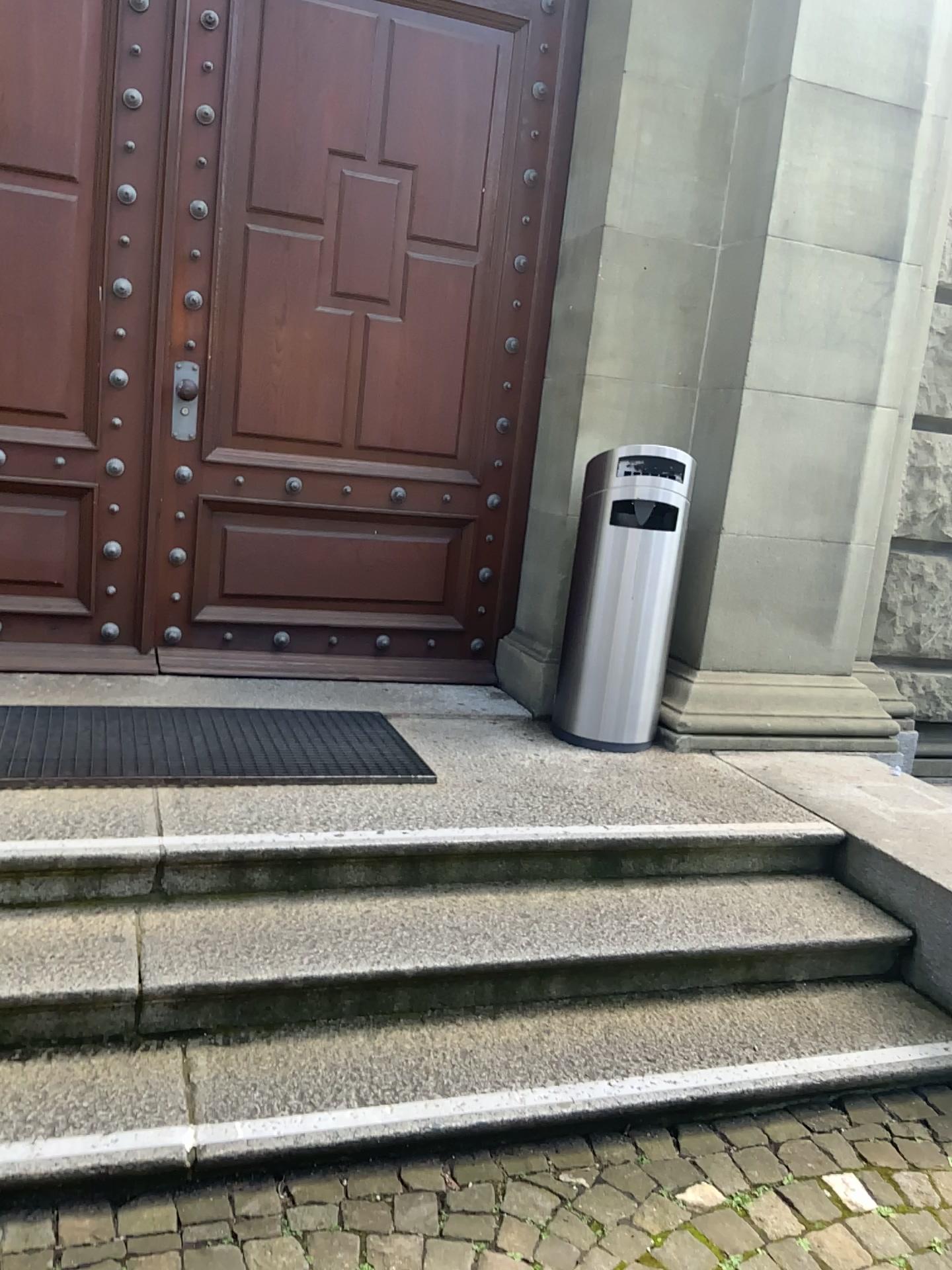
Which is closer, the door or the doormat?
the doormat

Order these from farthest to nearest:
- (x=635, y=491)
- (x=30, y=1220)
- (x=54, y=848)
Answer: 1. (x=635, y=491)
2. (x=54, y=848)
3. (x=30, y=1220)

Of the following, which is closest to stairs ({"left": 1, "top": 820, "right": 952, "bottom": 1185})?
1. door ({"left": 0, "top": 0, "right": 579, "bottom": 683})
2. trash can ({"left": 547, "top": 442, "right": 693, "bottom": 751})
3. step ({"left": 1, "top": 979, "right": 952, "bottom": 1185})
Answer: step ({"left": 1, "top": 979, "right": 952, "bottom": 1185})

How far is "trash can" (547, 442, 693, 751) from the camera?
3.5 meters

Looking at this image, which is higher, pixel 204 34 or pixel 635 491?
pixel 204 34

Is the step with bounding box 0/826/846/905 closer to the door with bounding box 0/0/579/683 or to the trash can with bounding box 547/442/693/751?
the trash can with bounding box 547/442/693/751

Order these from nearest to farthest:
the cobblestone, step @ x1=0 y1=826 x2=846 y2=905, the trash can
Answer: the cobblestone, step @ x1=0 y1=826 x2=846 y2=905, the trash can

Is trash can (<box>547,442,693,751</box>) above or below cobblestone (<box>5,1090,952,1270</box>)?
above

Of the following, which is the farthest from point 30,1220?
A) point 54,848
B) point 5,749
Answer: point 5,749

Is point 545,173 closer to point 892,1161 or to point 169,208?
point 169,208
